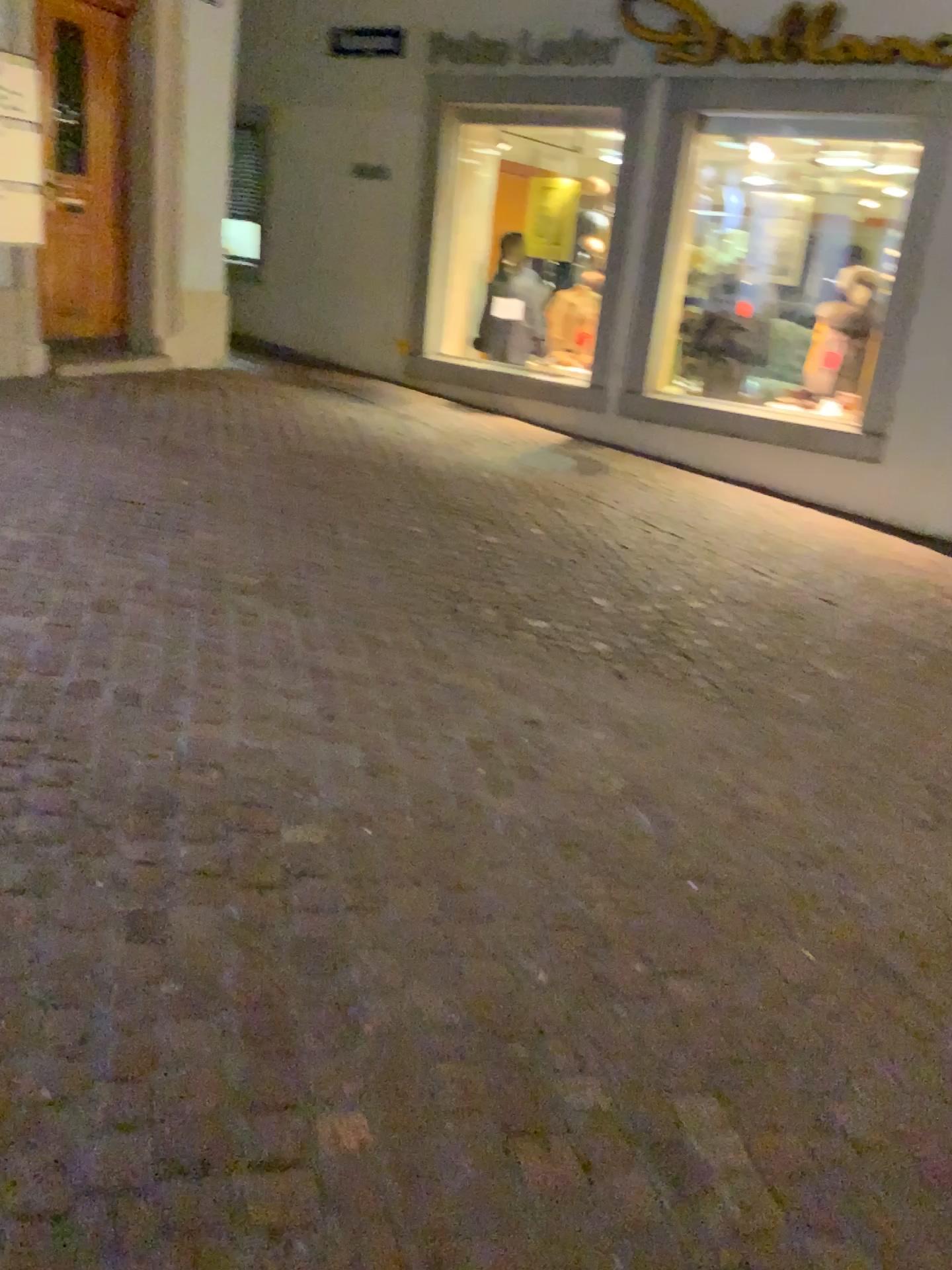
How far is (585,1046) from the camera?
1.9m
